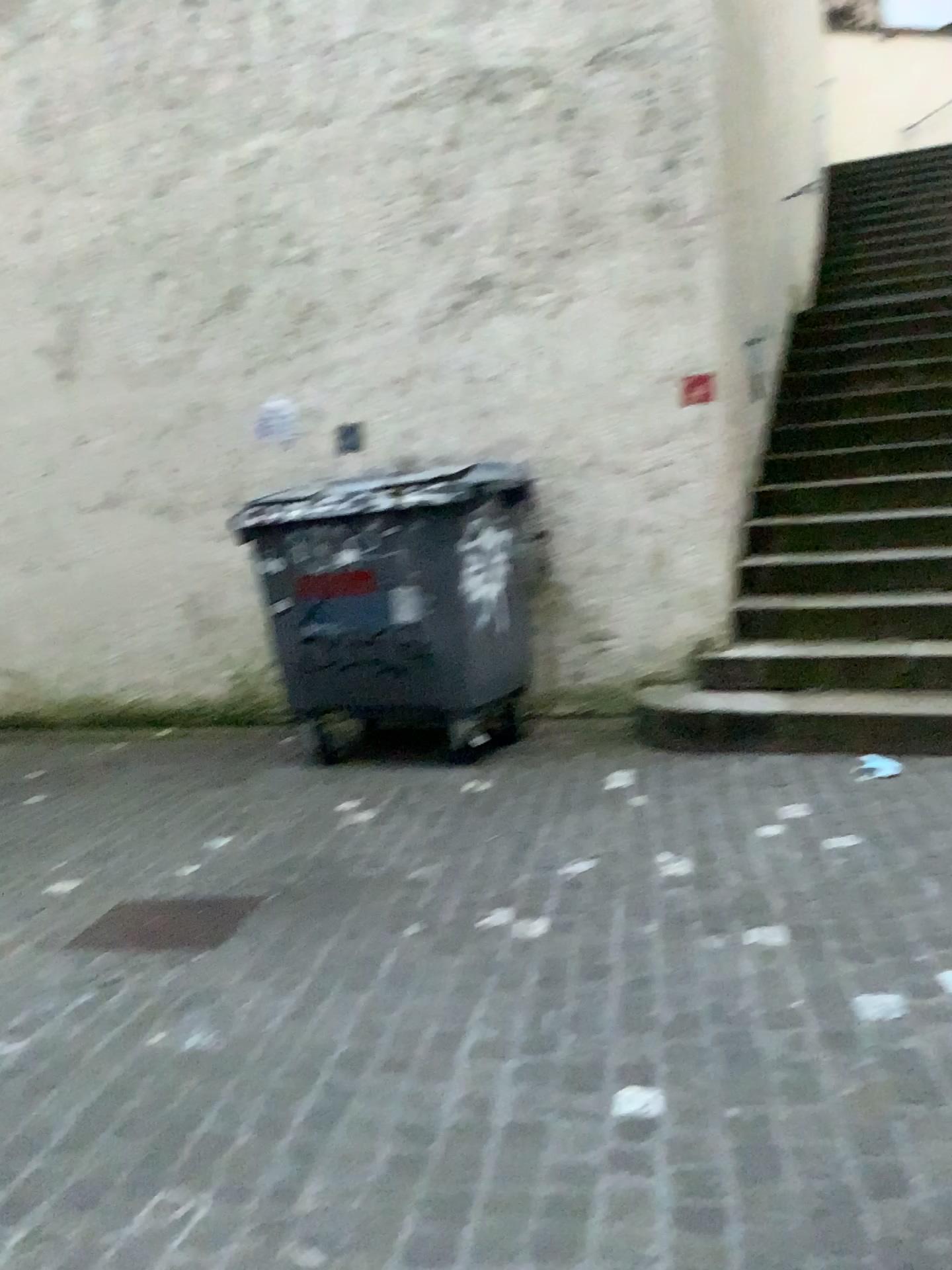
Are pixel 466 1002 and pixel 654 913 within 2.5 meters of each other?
yes

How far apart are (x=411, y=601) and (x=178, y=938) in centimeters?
185cm

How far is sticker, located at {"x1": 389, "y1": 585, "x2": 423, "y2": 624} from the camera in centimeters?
455cm

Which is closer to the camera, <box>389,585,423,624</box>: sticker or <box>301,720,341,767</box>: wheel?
<box>389,585,423,624</box>: sticker

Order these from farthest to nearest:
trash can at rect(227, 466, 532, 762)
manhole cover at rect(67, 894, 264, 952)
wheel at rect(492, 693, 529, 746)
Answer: wheel at rect(492, 693, 529, 746) → trash can at rect(227, 466, 532, 762) → manhole cover at rect(67, 894, 264, 952)

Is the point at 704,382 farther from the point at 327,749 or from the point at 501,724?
the point at 327,749

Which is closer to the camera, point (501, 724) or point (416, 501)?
point (416, 501)

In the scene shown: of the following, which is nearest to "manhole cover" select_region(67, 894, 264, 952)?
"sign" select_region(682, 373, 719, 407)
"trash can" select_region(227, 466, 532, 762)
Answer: "trash can" select_region(227, 466, 532, 762)

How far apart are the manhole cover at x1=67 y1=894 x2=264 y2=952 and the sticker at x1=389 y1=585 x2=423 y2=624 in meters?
1.5

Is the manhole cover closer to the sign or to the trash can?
the trash can
